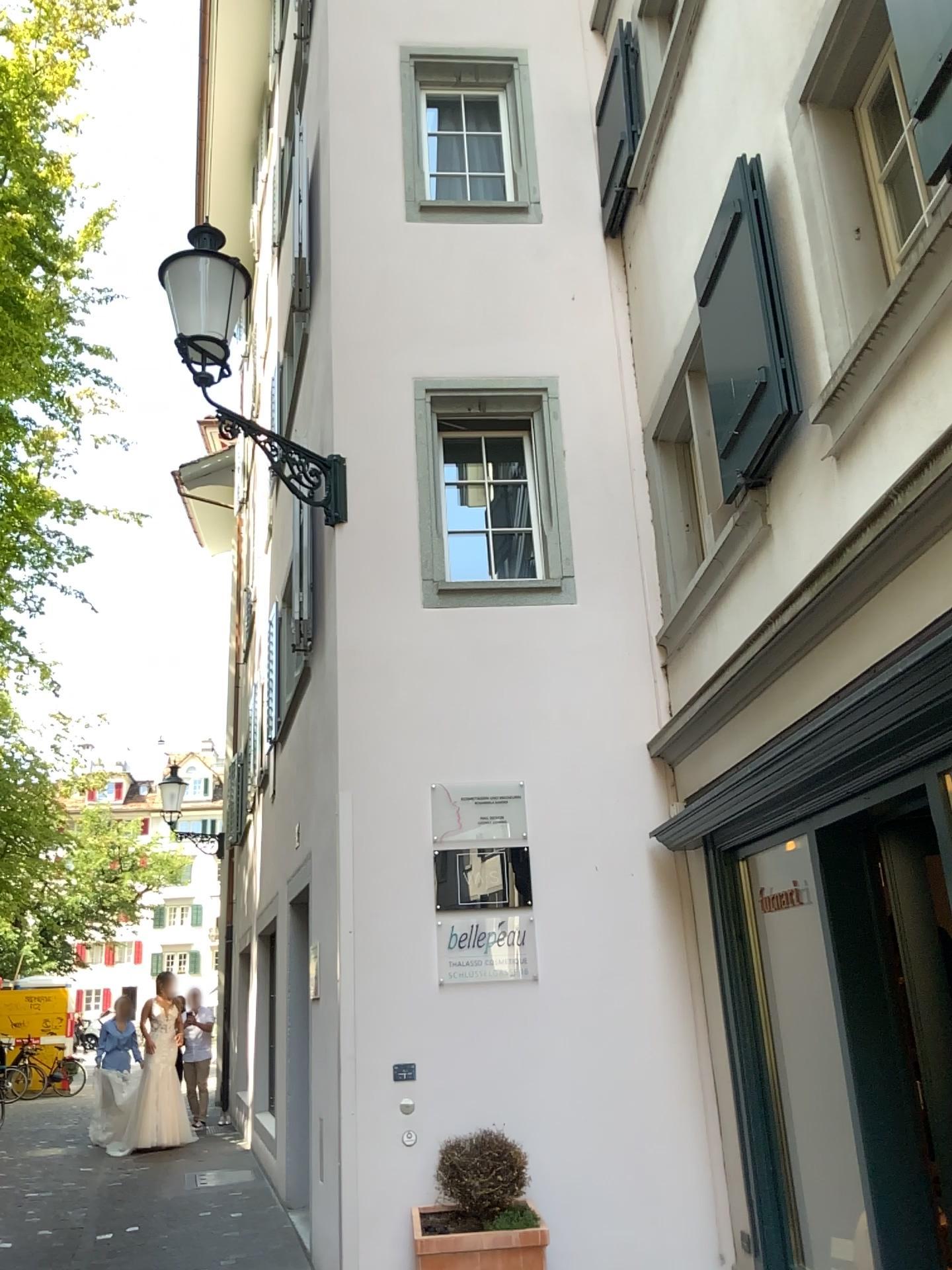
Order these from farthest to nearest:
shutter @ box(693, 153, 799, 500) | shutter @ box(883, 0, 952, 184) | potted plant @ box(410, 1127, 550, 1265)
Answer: potted plant @ box(410, 1127, 550, 1265)
shutter @ box(693, 153, 799, 500)
shutter @ box(883, 0, 952, 184)

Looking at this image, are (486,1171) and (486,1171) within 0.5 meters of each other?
yes

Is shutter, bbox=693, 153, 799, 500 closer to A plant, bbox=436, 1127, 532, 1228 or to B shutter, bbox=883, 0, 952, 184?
B shutter, bbox=883, 0, 952, 184

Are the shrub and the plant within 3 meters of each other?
yes

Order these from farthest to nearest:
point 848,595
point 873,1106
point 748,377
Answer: point 748,377 < point 873,1106 < point 848,595

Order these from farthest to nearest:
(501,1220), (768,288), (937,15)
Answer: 1. (501,1220)
2. (768,288)
3. (937,15)

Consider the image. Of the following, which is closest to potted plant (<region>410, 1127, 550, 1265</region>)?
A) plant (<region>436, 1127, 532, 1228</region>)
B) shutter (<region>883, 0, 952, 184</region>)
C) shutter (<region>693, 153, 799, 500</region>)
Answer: plant (<region>436, 1127, 532, 1228</region>)

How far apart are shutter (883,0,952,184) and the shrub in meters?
4.1

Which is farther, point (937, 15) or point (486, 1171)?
point (486, 1171)

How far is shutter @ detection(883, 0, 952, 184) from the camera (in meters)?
2.57
